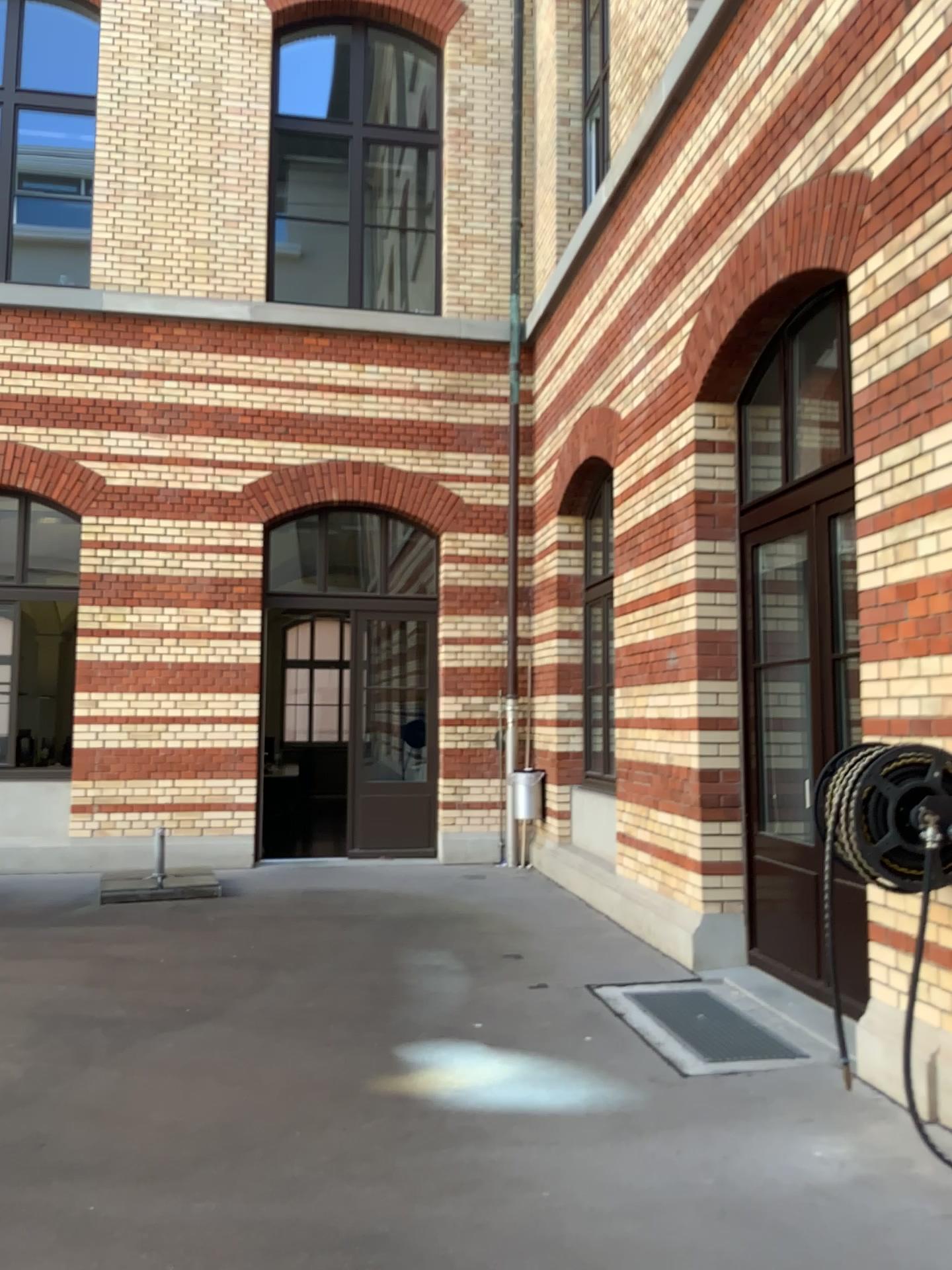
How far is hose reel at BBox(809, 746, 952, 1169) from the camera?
3.2 meters

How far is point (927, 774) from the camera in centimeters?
317cm

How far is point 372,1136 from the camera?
3.43m
